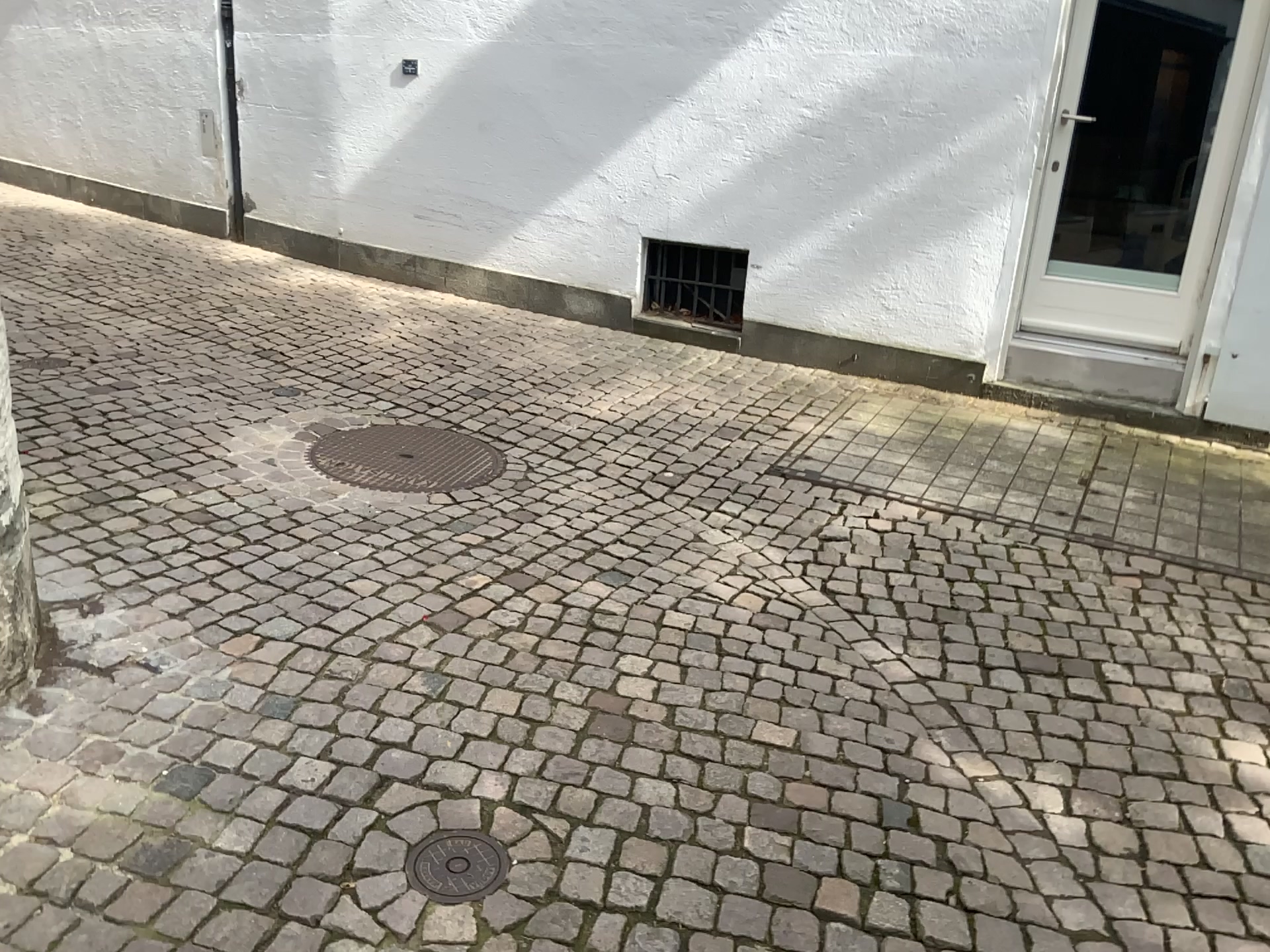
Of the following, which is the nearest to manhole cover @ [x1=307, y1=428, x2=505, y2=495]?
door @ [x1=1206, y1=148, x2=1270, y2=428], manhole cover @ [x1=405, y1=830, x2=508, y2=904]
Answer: manhole cover @ [x1=405, y1=830, x2=508, y2=904]

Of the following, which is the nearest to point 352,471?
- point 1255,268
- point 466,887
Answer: point 466,887

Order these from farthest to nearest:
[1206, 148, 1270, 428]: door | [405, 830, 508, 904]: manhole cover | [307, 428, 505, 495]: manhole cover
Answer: [1206, 148, 1270, 428]: door
[307, 428, 505, 495]: manhole cover
[405, 830, 508, 904]: manhole cover

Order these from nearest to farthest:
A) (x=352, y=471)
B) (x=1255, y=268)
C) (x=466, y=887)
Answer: (x=466, y=887)
(x=352, y=471)
(x=1255, y=268)

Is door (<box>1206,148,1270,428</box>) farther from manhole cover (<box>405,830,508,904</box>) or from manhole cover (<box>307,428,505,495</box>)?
manhole cover (<box>405,830,508,904</box>)

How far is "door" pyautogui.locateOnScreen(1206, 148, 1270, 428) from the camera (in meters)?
4.23

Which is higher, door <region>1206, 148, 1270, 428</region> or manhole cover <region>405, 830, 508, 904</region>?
door <region>1206, 148, 1270, 428</region>

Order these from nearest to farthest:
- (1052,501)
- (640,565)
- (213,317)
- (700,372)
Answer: (640,565)
(1052,501)
(700,372)
(213,317)

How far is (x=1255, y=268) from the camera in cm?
423

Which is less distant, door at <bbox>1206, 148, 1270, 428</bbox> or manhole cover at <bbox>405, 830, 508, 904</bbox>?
manhole cover at <bbox>405, 830, 508, 904</bbox>
